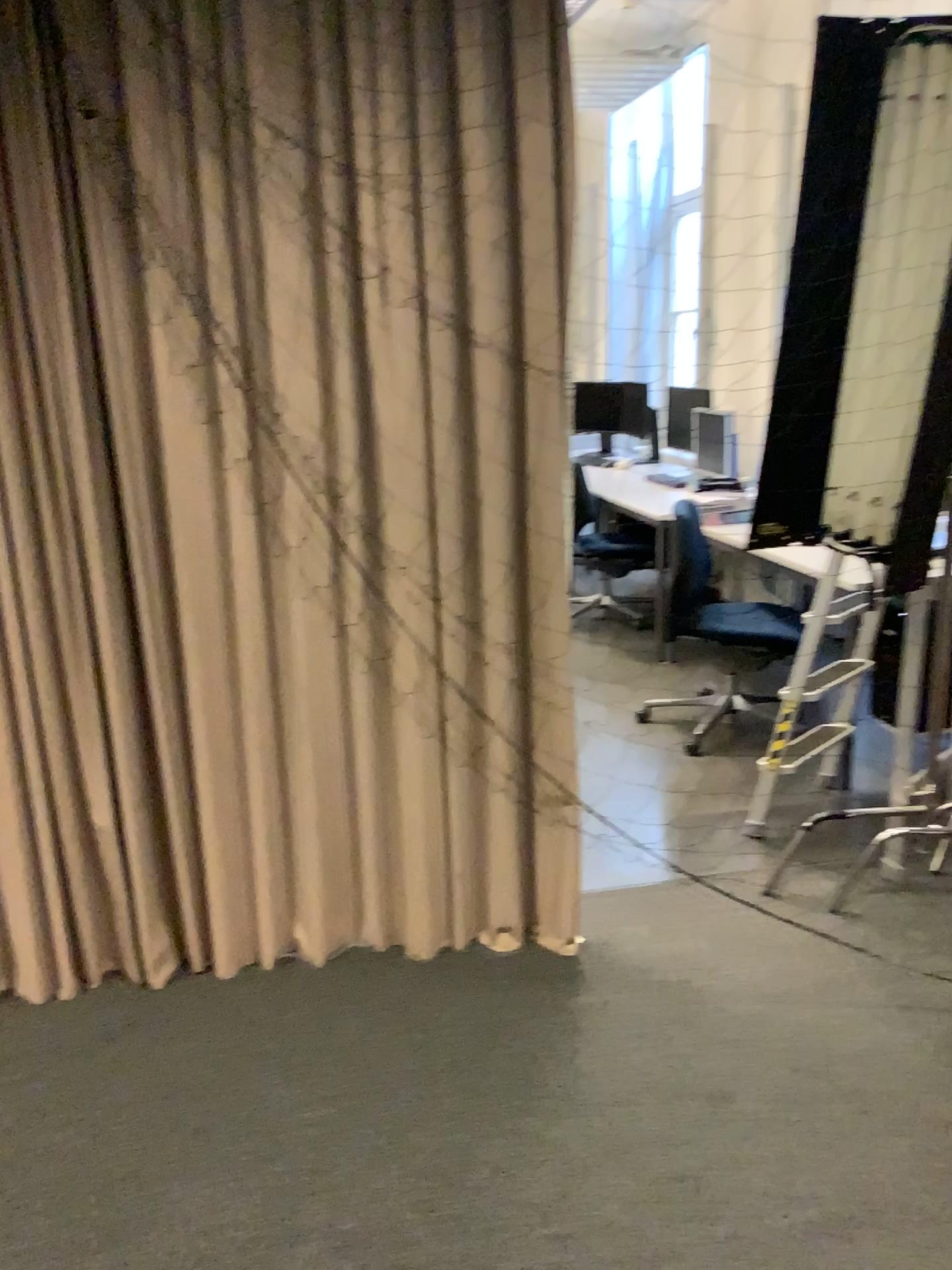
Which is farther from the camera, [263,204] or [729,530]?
[729,530]
